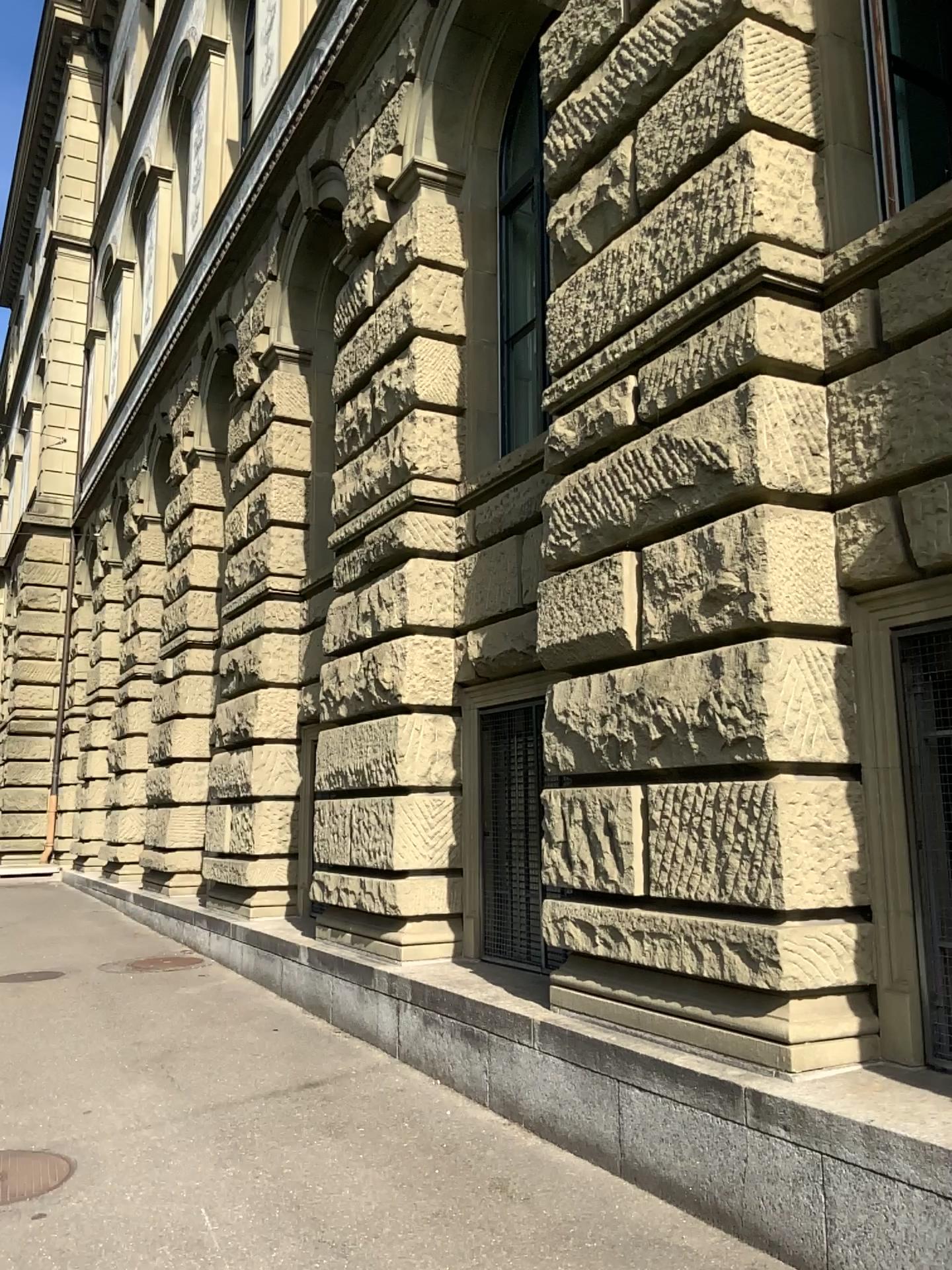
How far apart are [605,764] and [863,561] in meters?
1.4
